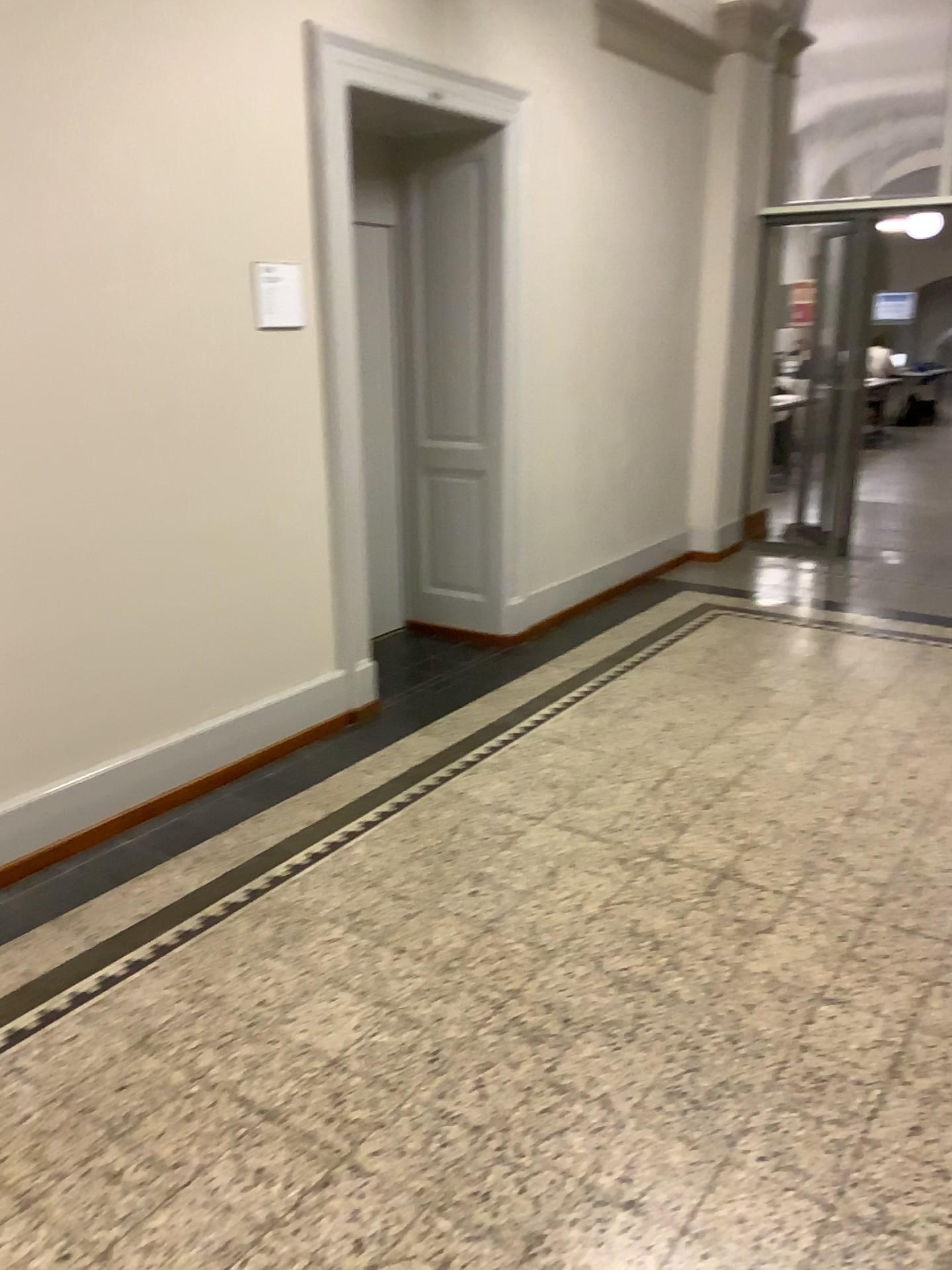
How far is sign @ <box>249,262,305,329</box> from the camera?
3.5m

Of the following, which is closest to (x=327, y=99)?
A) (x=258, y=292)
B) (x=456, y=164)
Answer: (x=258, y=292)

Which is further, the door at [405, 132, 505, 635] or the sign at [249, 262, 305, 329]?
the door at [405, 132, 505, 635]

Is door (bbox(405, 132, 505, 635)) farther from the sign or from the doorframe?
the sign

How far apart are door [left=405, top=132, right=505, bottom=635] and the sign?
1.35m

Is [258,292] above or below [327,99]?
below

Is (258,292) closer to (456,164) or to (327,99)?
(327,99)

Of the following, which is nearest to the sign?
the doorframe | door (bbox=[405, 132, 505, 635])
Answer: the doorframe

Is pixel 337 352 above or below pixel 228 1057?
above
